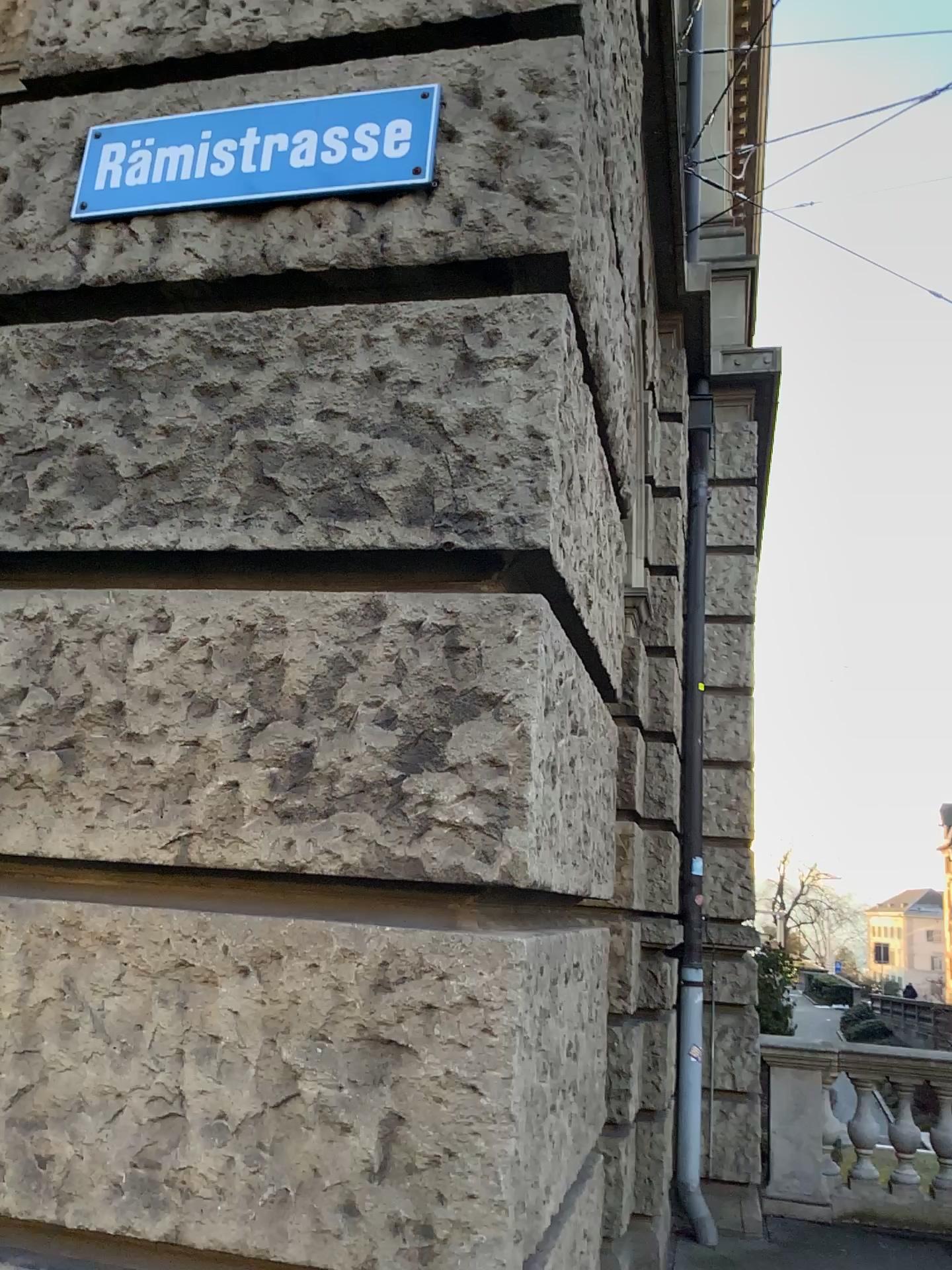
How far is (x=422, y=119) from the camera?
1.86m

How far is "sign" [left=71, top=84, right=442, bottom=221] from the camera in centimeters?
186cm

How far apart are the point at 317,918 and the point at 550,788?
0.44m
